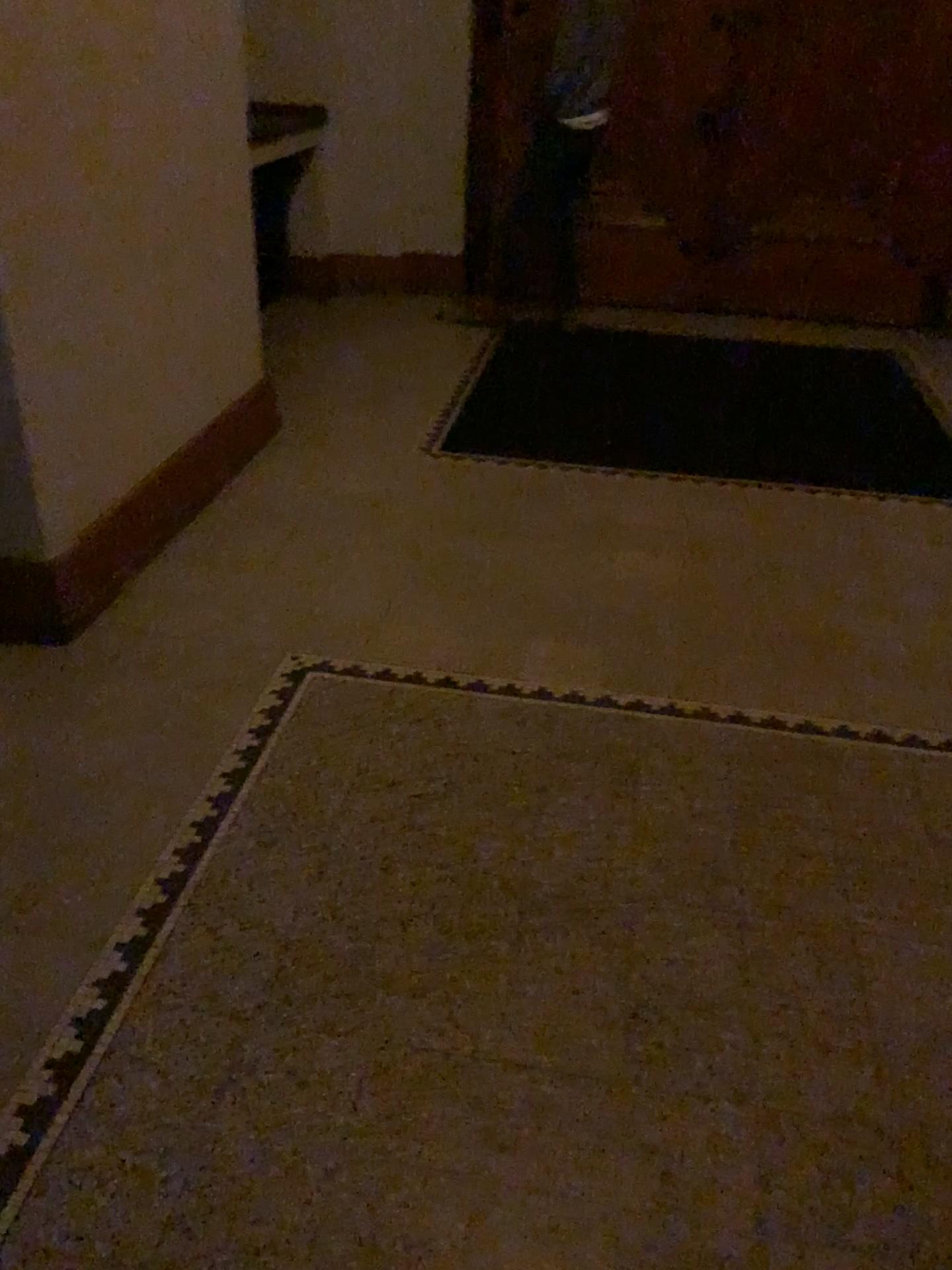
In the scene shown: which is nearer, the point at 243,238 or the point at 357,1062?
the point at 357,1062
